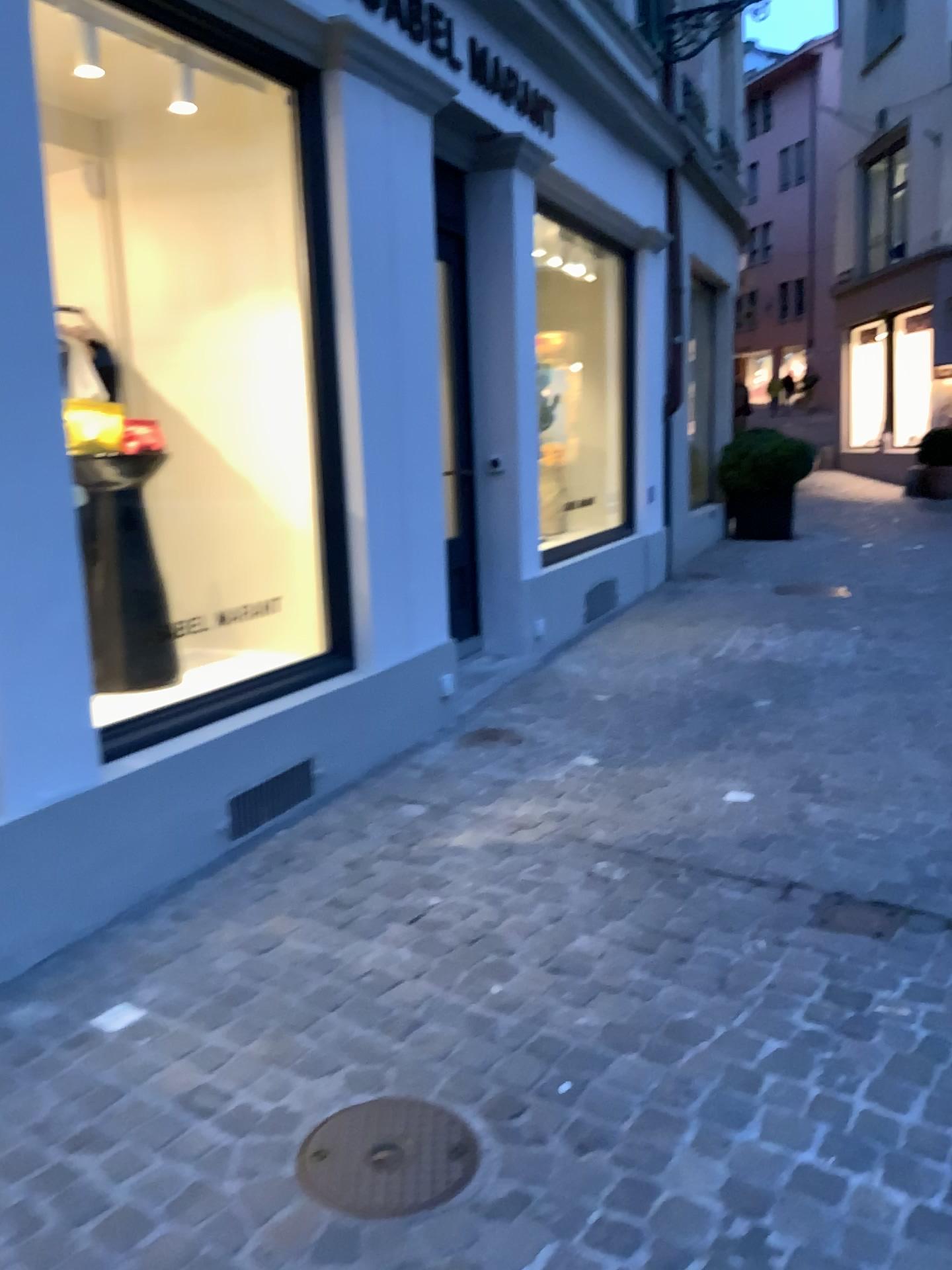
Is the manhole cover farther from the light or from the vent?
the light

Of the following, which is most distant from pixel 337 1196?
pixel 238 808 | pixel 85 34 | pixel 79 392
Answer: pixel 85 34

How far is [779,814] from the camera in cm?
351

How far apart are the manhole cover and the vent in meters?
1.5 m

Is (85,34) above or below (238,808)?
above

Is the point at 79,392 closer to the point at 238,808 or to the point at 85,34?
the point at 85,34

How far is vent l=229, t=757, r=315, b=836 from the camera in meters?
3.4 m

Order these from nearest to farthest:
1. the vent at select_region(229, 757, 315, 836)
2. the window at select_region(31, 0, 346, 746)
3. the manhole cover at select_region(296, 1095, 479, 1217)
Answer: the manhole cover at select_region(296, 1095, 479, 1217) → the vent at select_region(229, 757, 315, 836) → the window at select_region(31, 0, 346, 746)

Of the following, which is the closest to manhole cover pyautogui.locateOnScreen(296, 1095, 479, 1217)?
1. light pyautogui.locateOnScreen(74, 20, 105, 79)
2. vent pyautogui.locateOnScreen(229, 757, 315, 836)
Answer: vent pyautogui.locateOnScreen(229, 757, 315, 836)

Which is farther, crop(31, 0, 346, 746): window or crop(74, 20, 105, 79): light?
crop(31, 0, 346, 746): window
